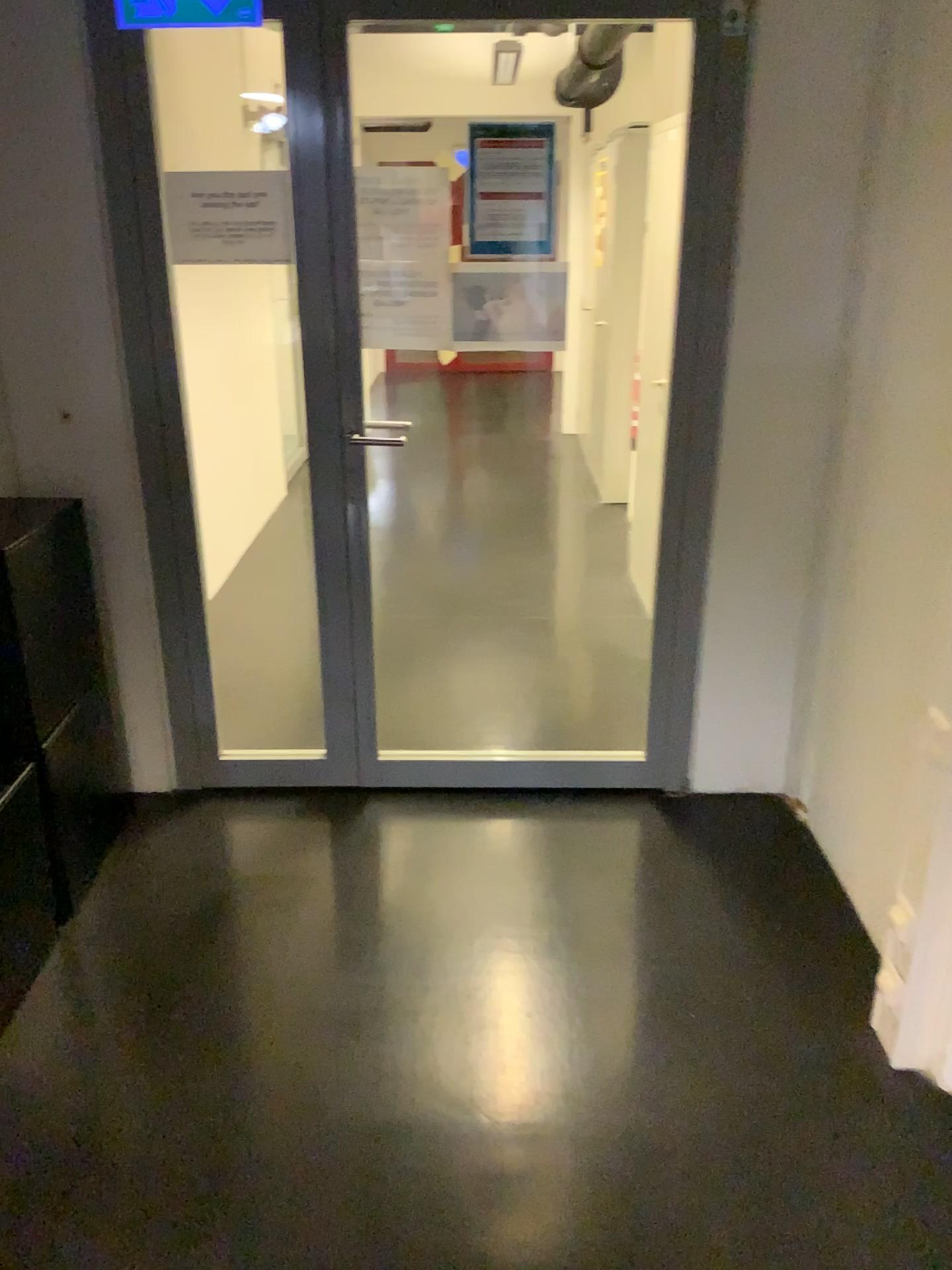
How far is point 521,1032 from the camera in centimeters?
217cm
